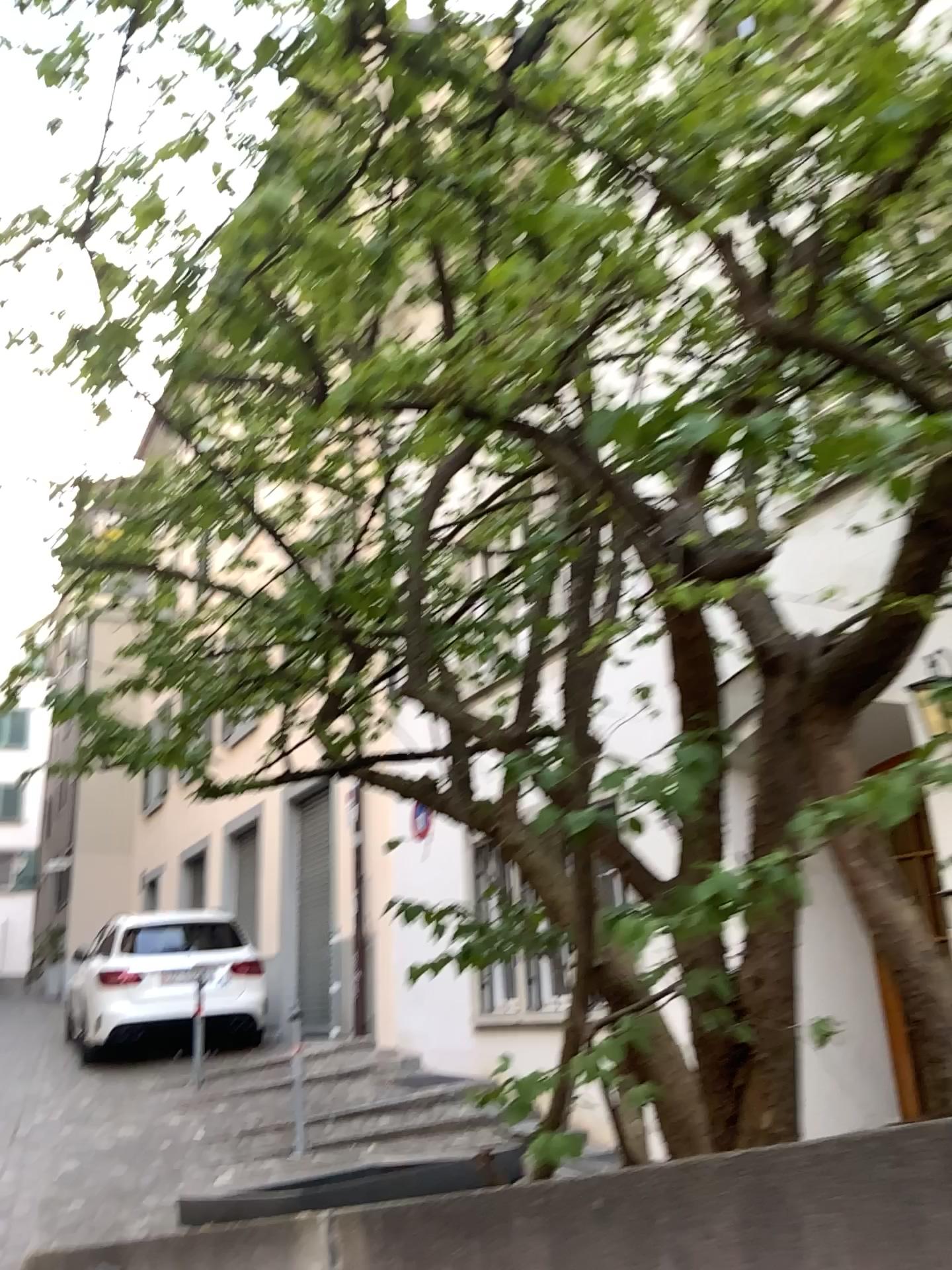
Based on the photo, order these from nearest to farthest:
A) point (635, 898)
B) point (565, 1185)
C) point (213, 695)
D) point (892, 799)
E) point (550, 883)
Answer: point (892, 799), point (565, 1185), point (635, 898), point (550, 883), point (213, 695)
